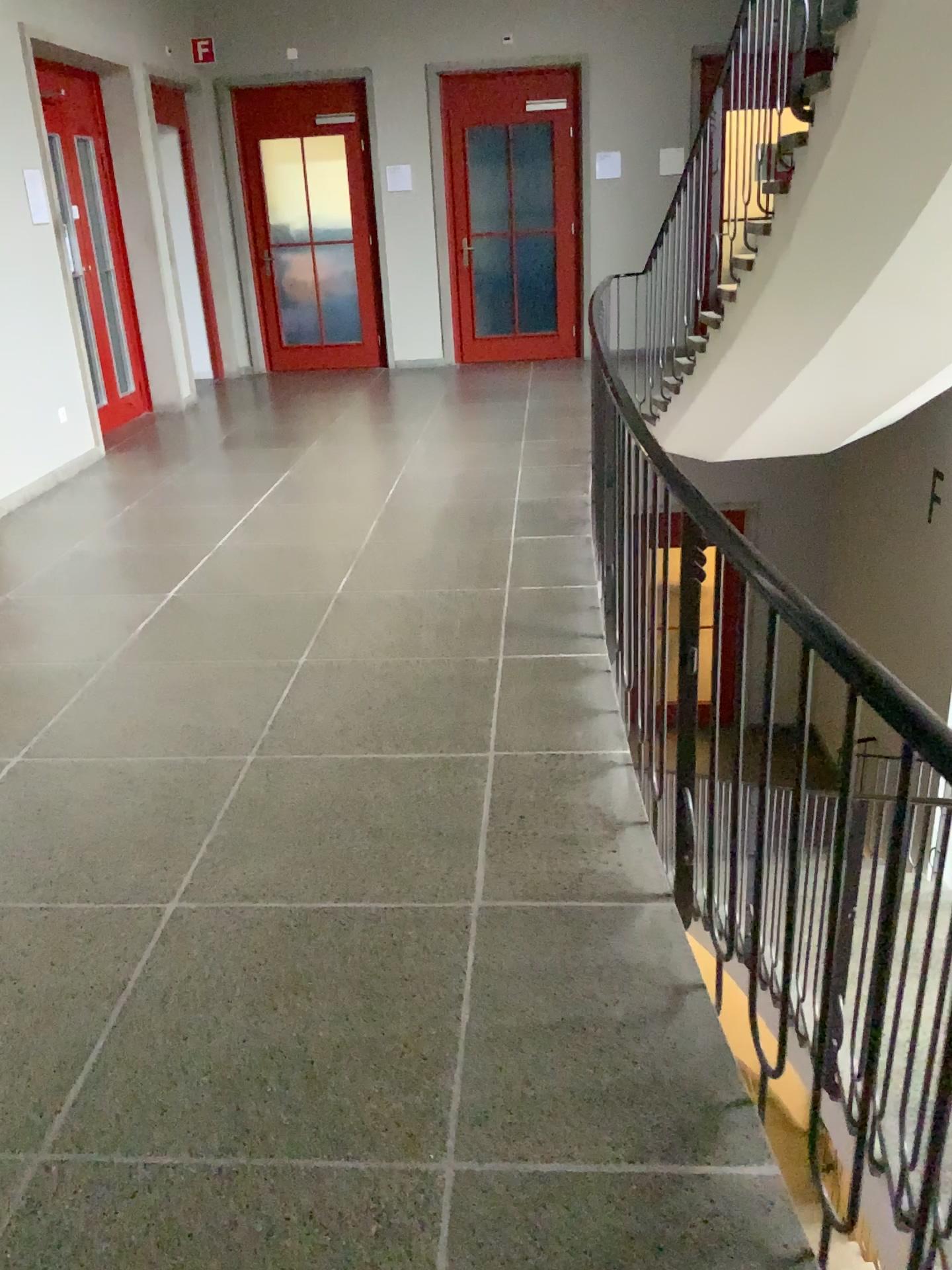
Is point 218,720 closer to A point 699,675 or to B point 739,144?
A point 699,675
